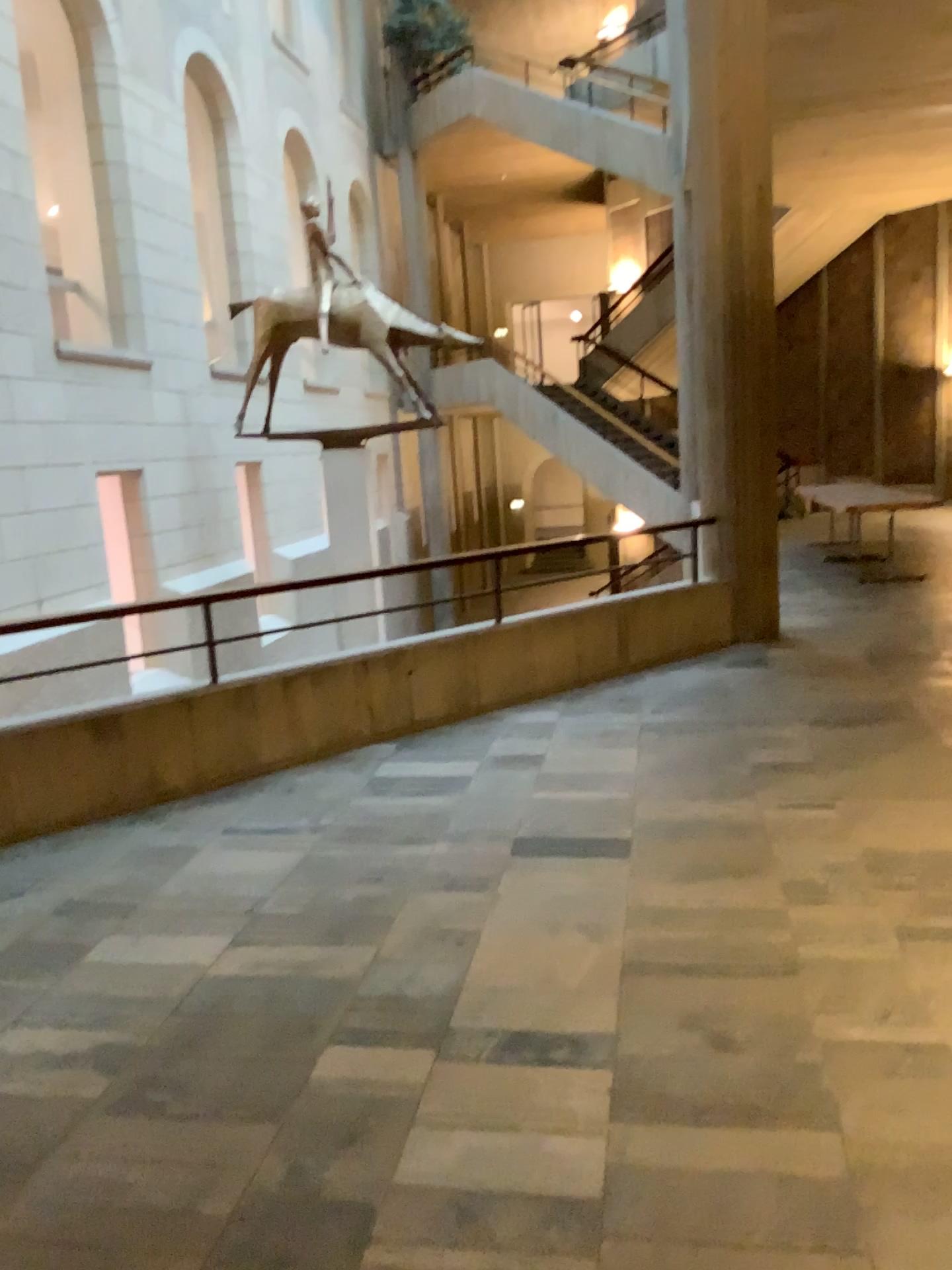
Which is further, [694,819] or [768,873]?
[694,819]
